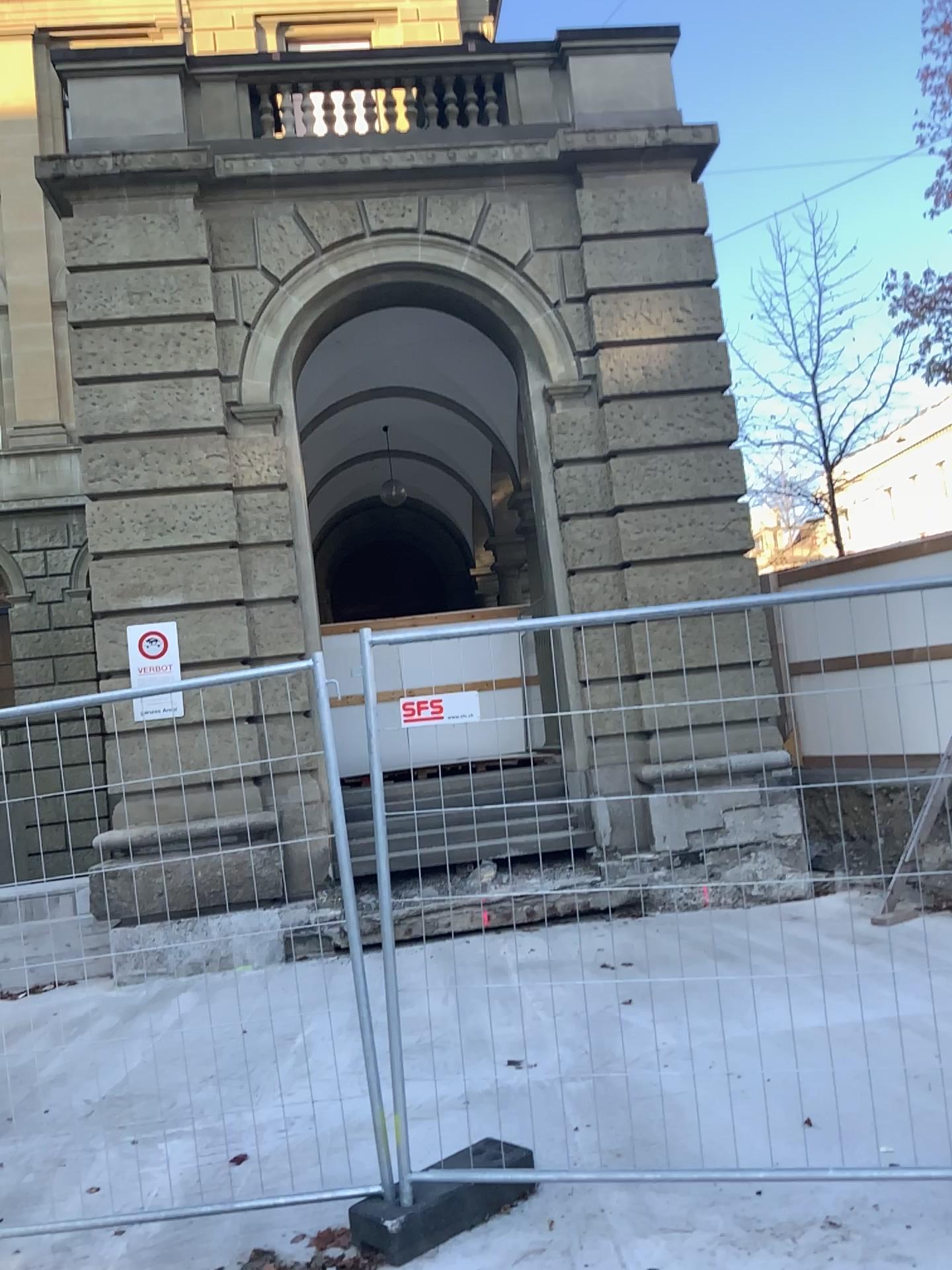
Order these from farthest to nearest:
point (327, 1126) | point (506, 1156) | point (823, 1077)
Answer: point (327, 1126) → point (823, 1077) → point (506, 1156)
